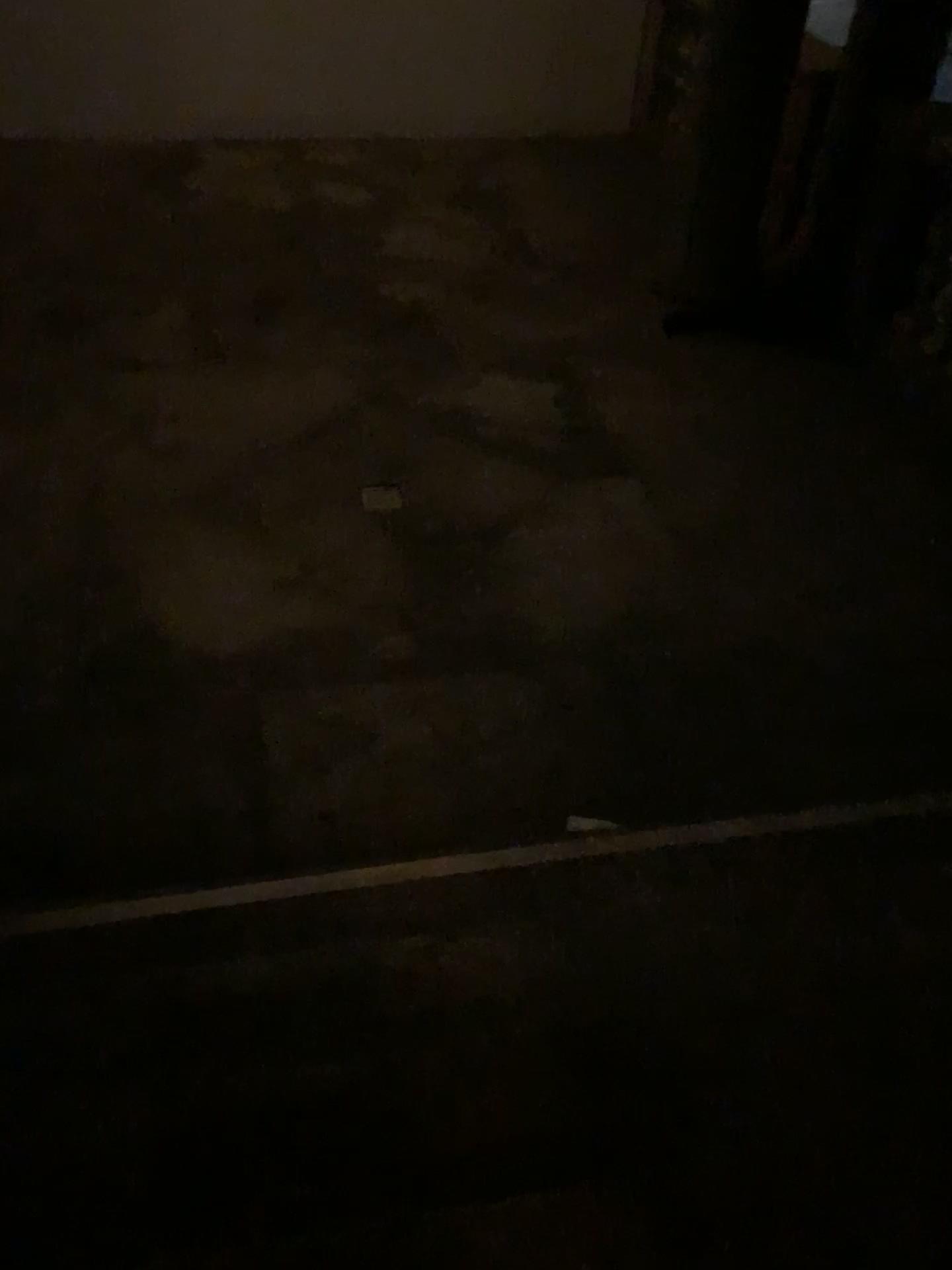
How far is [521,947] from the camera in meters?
2.1
